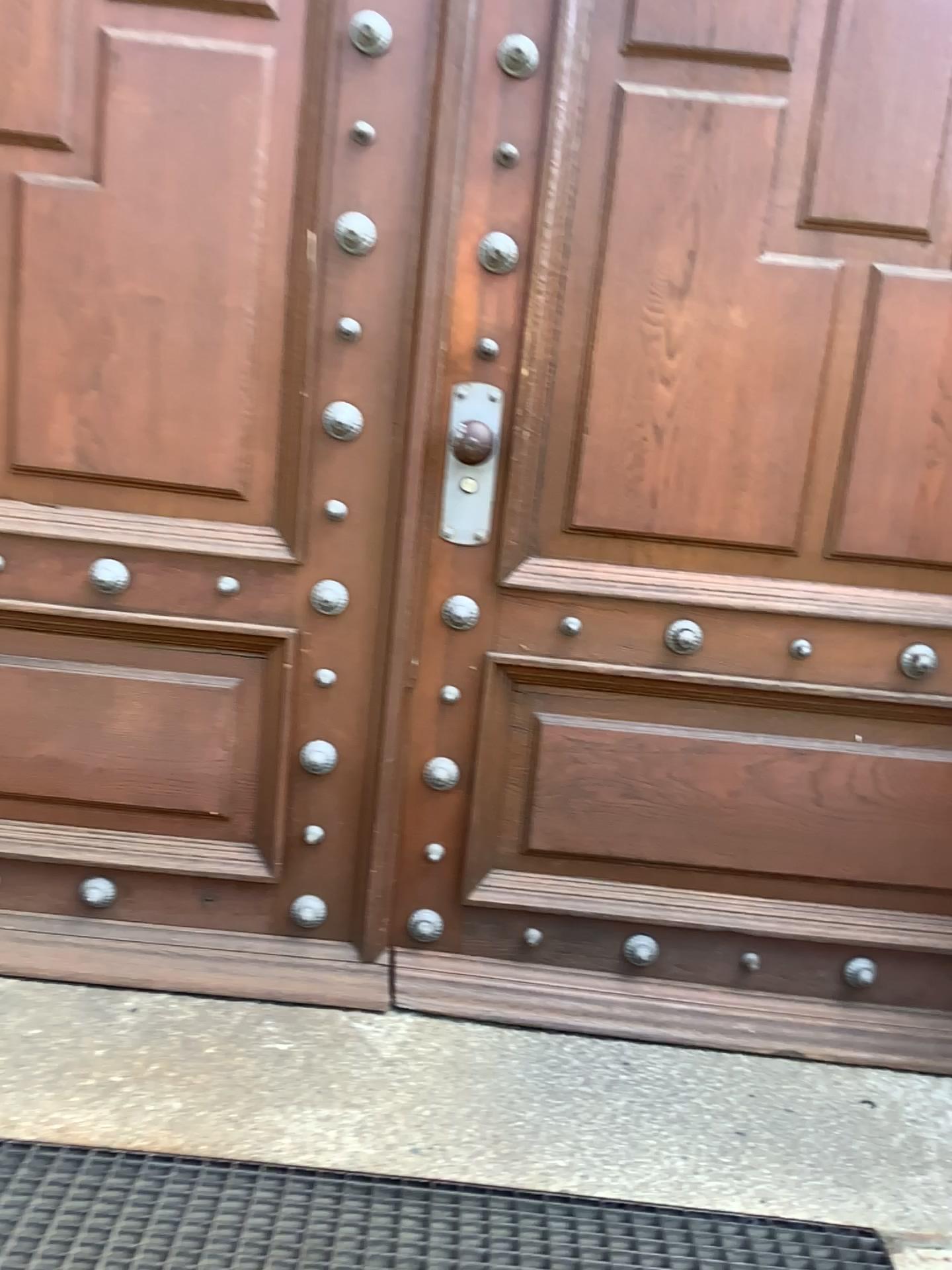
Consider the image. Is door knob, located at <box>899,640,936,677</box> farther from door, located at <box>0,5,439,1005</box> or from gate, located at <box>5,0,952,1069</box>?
door, located at <box>0,5,439,1005</box>

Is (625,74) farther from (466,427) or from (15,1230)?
(15,1230)

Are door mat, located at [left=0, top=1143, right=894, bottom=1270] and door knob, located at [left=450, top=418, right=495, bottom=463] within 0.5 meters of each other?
no

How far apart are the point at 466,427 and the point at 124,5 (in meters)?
0.89

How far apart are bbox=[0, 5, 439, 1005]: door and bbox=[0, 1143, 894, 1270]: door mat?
0.4m

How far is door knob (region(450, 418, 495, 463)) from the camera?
1.8m

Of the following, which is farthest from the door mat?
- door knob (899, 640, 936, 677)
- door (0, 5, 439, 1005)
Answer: door knob (899, 640, 936, 677)

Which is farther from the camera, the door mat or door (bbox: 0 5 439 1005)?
door (bbox: 0 5 439 1005)

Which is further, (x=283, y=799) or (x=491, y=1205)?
(x=283, y=799)

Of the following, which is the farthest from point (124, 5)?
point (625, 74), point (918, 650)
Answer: point (918, 650)
